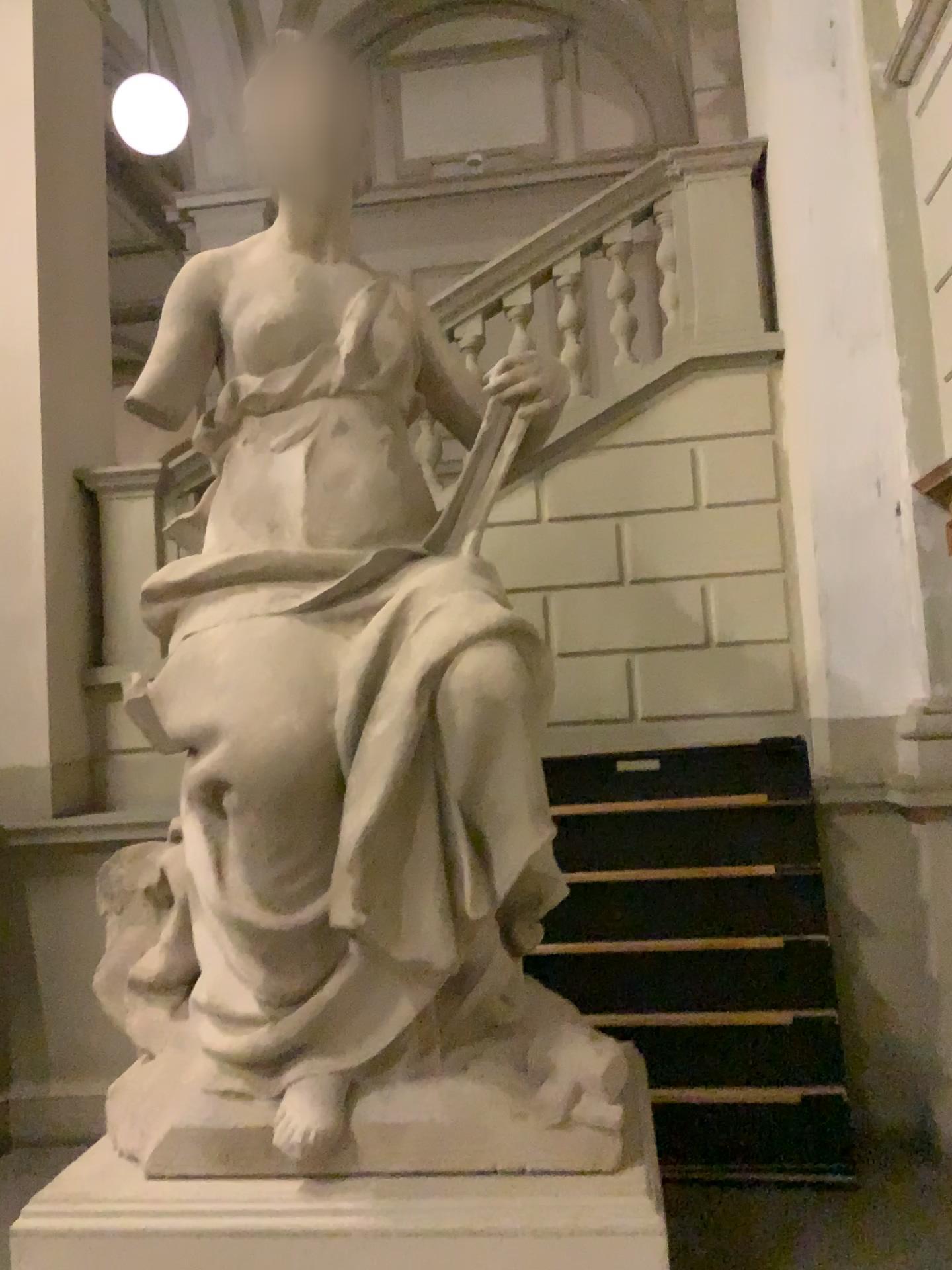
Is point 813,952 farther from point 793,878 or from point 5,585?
point 5,585

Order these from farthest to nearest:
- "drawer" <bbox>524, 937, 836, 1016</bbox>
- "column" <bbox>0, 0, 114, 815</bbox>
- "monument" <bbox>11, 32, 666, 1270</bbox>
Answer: "column" <bbox>0, 0, 114, 815</bbox>, "drawer" <bbox>524, 937, 836, 1016</bbox>, "monument" <bbox>11, 32, 666, 1270</bbox>

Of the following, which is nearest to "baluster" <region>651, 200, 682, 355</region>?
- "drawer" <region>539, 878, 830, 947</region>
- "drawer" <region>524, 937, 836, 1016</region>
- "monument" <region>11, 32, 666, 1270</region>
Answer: "monument" <region>11, 32, 666, 1270</region>

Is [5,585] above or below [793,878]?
above

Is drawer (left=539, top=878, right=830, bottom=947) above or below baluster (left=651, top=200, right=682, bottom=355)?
below

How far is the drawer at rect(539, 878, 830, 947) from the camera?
3.8m

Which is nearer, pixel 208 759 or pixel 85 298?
pixel 208 759

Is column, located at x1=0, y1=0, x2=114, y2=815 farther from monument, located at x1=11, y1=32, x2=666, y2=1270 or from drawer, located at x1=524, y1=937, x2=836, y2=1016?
drawer, located at x1=524, y1=937, x2=836, y2=1016

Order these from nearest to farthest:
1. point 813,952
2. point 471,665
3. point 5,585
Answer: point 471,665
point 813,952
point 5,585

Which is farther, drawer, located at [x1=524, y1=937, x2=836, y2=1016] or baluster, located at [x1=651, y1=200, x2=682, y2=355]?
baluster, located at [x1=651, y1=200, x2=682, y2=355]
